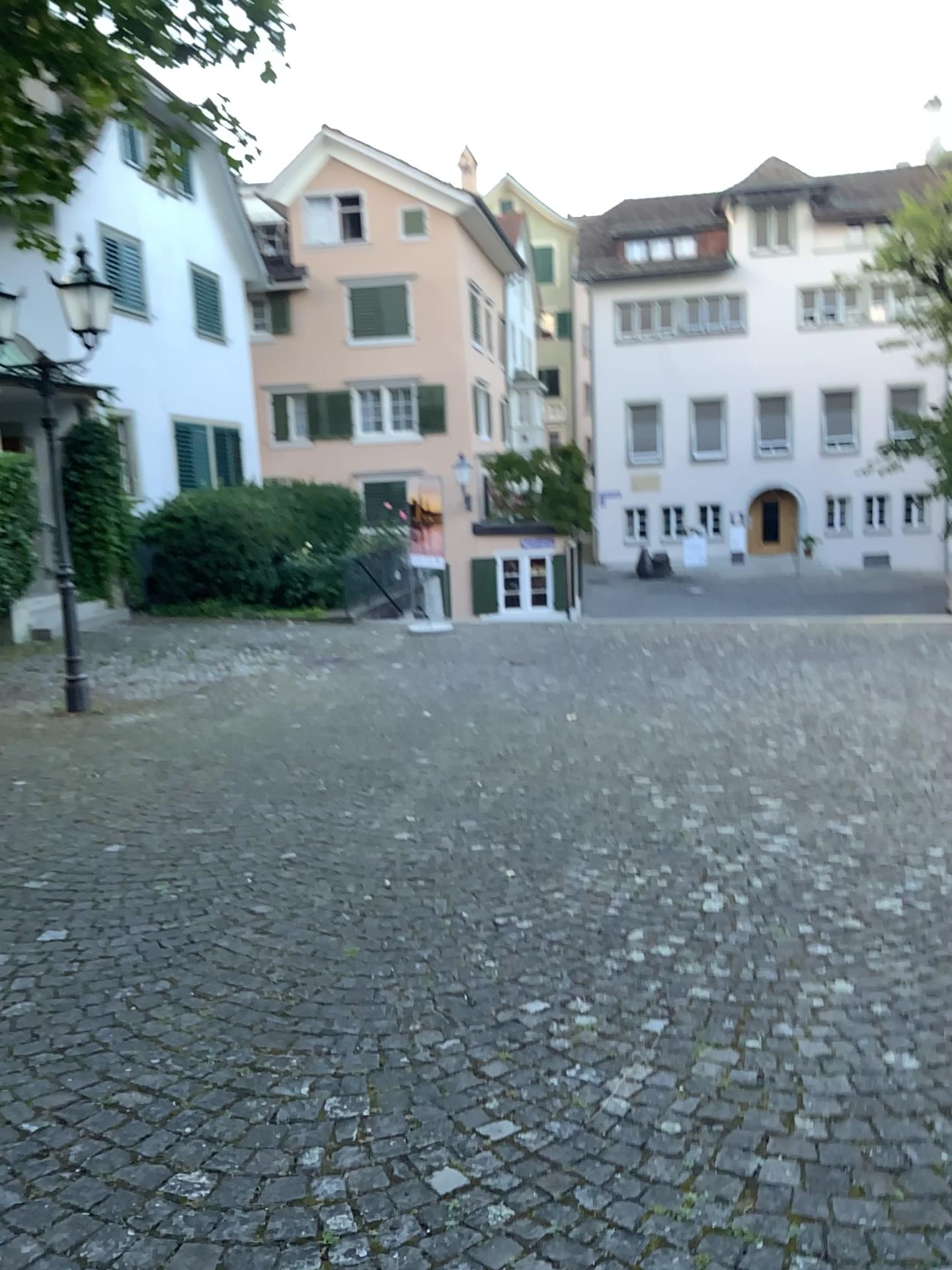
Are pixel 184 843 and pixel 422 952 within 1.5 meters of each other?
no
